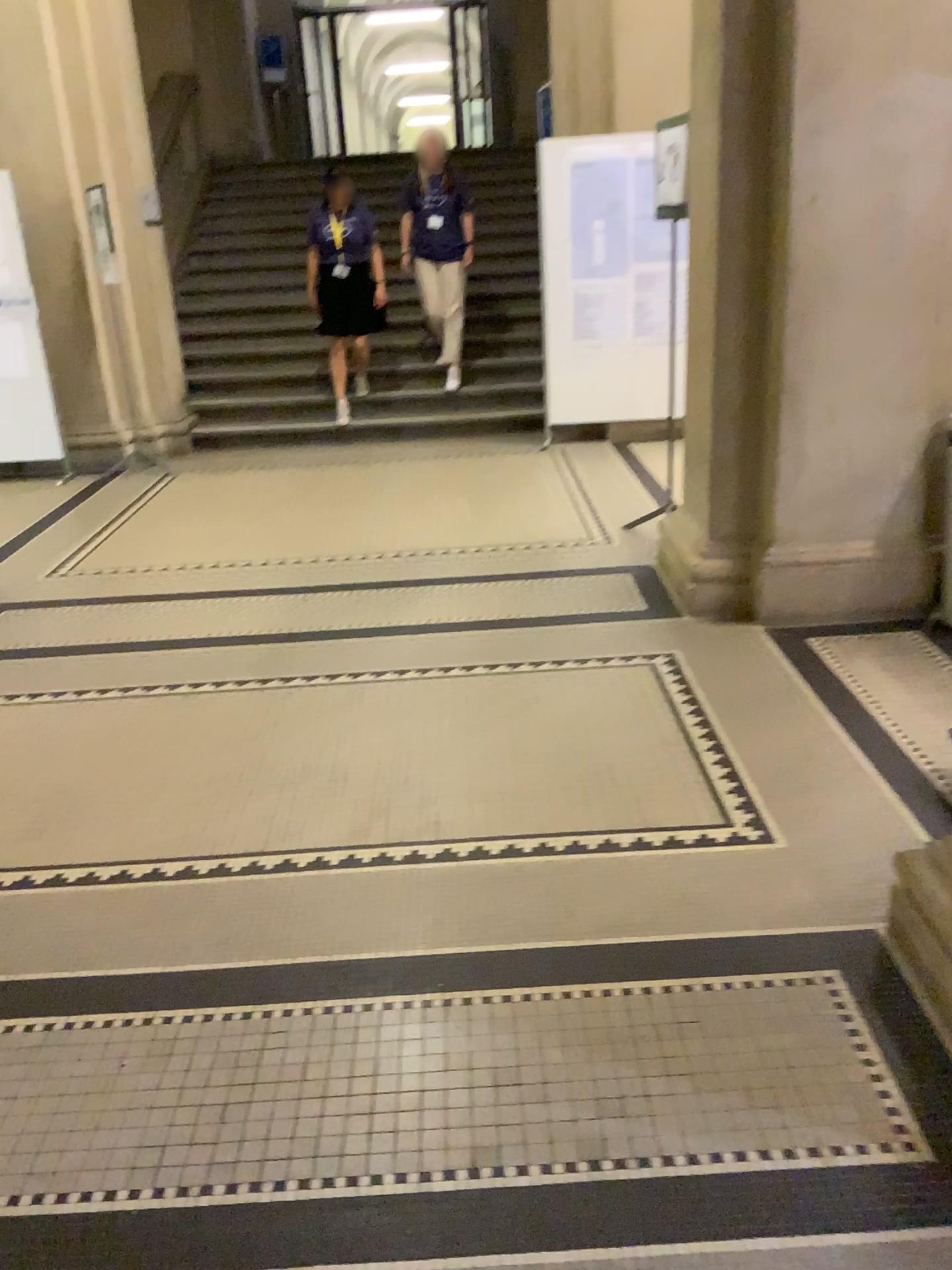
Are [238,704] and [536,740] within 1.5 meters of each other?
yes
